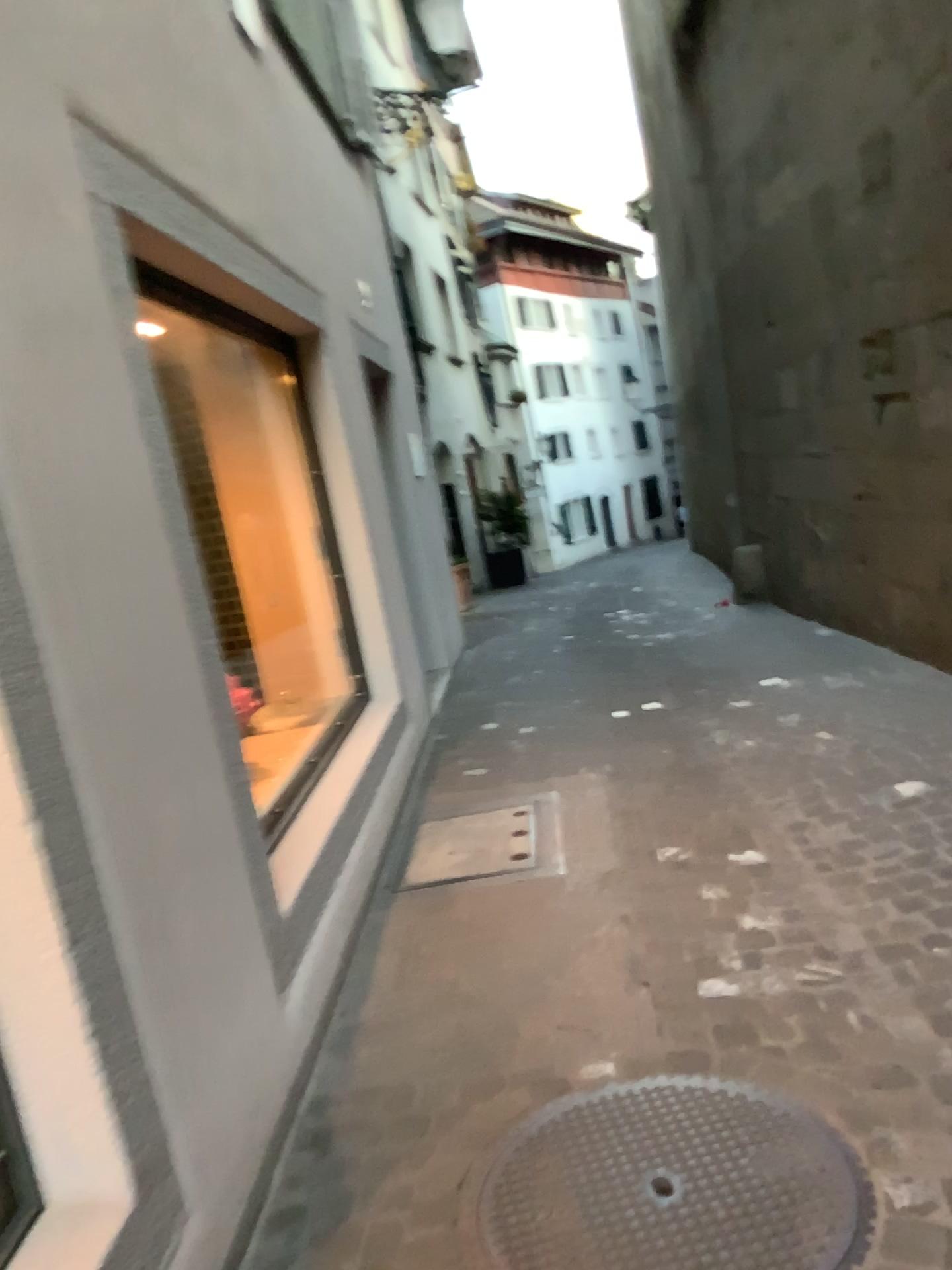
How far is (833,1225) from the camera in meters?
1.8

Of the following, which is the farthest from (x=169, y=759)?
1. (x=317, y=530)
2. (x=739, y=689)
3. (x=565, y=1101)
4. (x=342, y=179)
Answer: (x=342, y=179)

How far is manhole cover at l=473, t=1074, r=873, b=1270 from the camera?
1.79m
